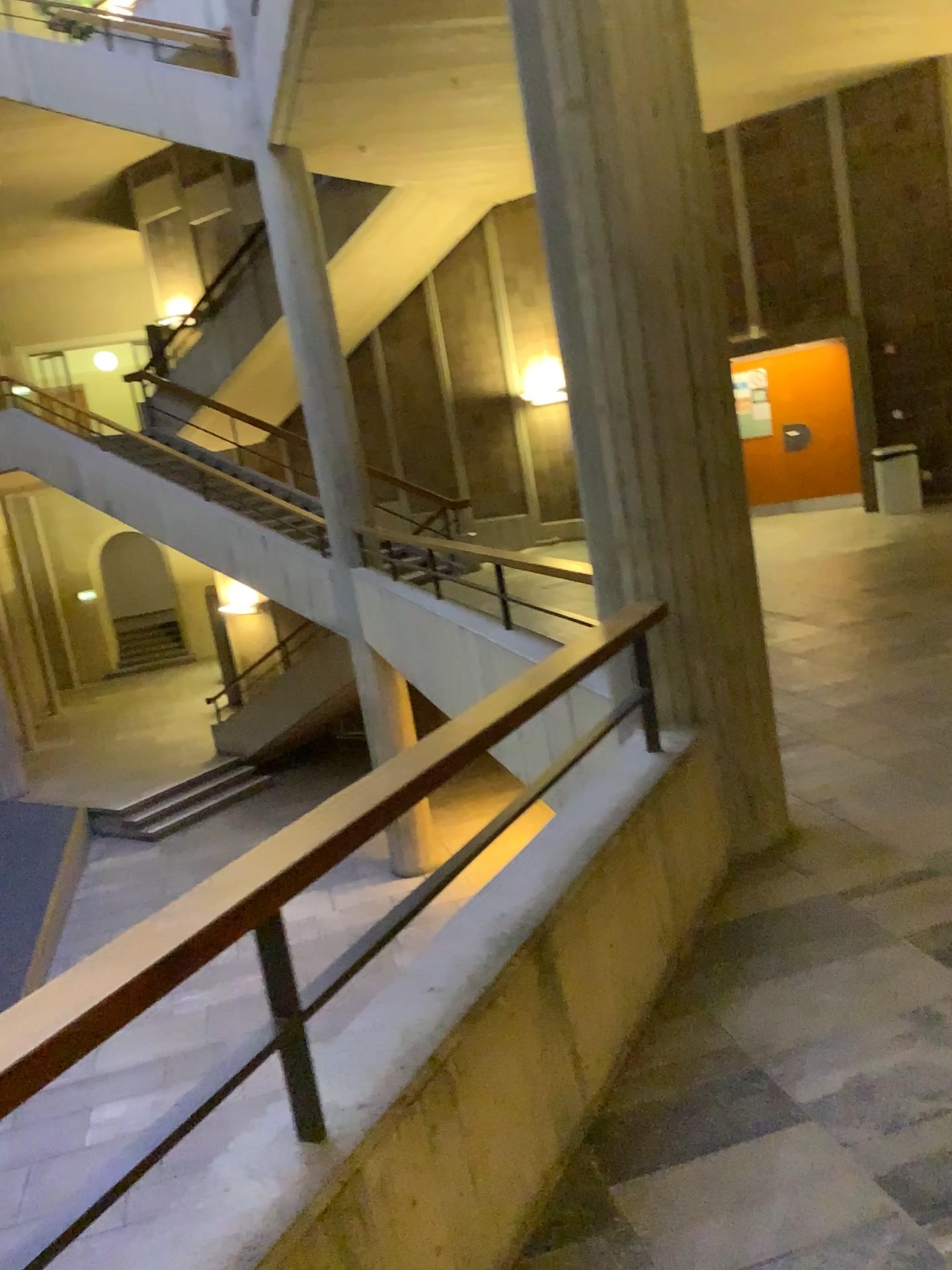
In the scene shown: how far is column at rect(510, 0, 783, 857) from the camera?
3.07m

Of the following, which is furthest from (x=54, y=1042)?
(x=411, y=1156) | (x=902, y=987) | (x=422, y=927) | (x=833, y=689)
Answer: (x=833, y=689)

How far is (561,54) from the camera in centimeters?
307cm
